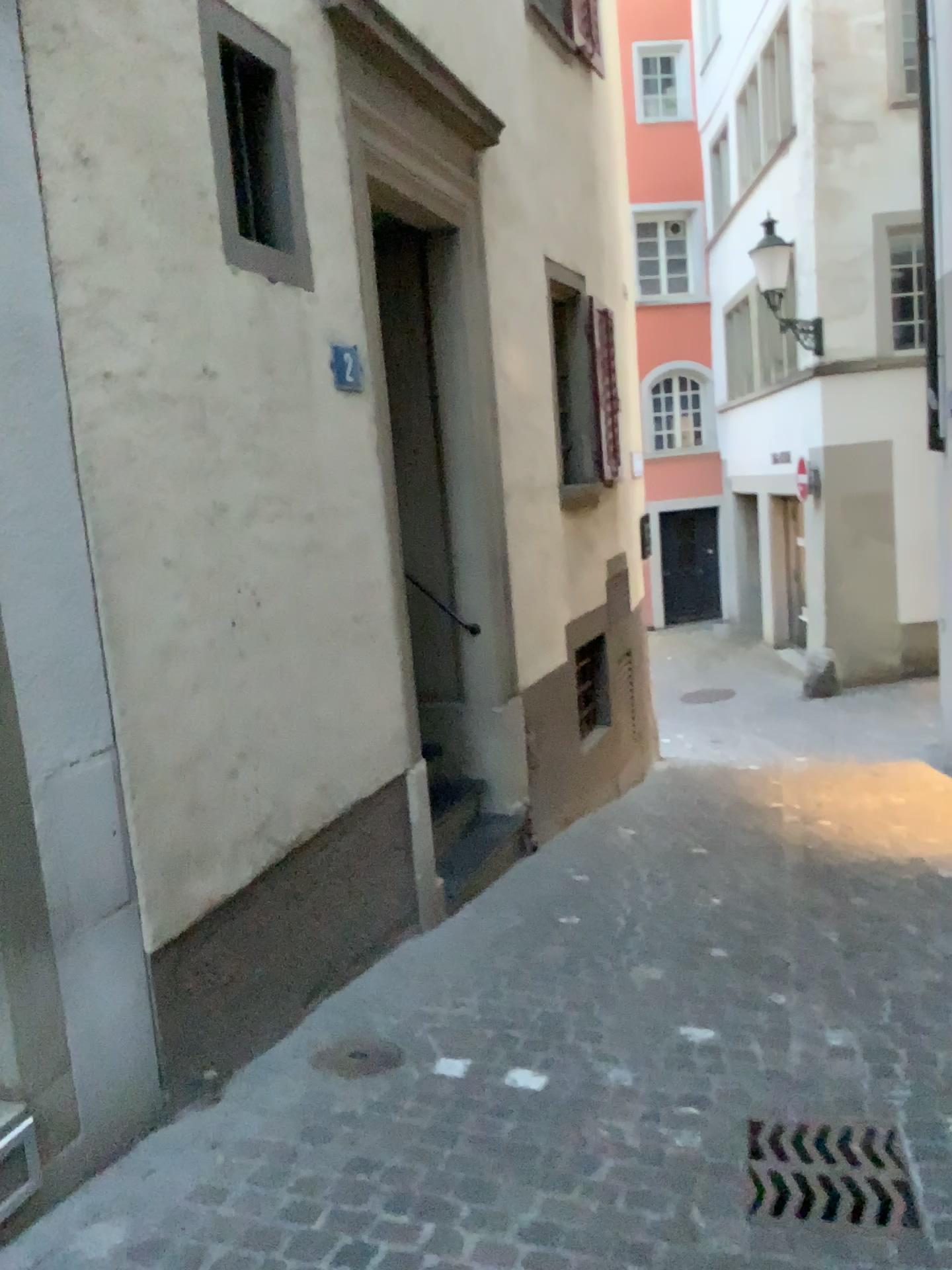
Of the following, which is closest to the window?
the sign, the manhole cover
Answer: the sign

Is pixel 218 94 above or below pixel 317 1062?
above

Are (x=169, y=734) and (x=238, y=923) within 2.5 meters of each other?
yes

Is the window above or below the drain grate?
above

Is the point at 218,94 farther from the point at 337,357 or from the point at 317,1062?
the point at 317,1062

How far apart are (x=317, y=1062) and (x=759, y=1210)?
1.31m

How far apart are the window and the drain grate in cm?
284

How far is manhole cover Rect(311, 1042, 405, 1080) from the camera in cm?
307

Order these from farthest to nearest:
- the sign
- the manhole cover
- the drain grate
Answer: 1. the sign
2. the manhole cover
3. the drain grate

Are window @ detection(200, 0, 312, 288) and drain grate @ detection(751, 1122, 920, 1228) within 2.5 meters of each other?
no
